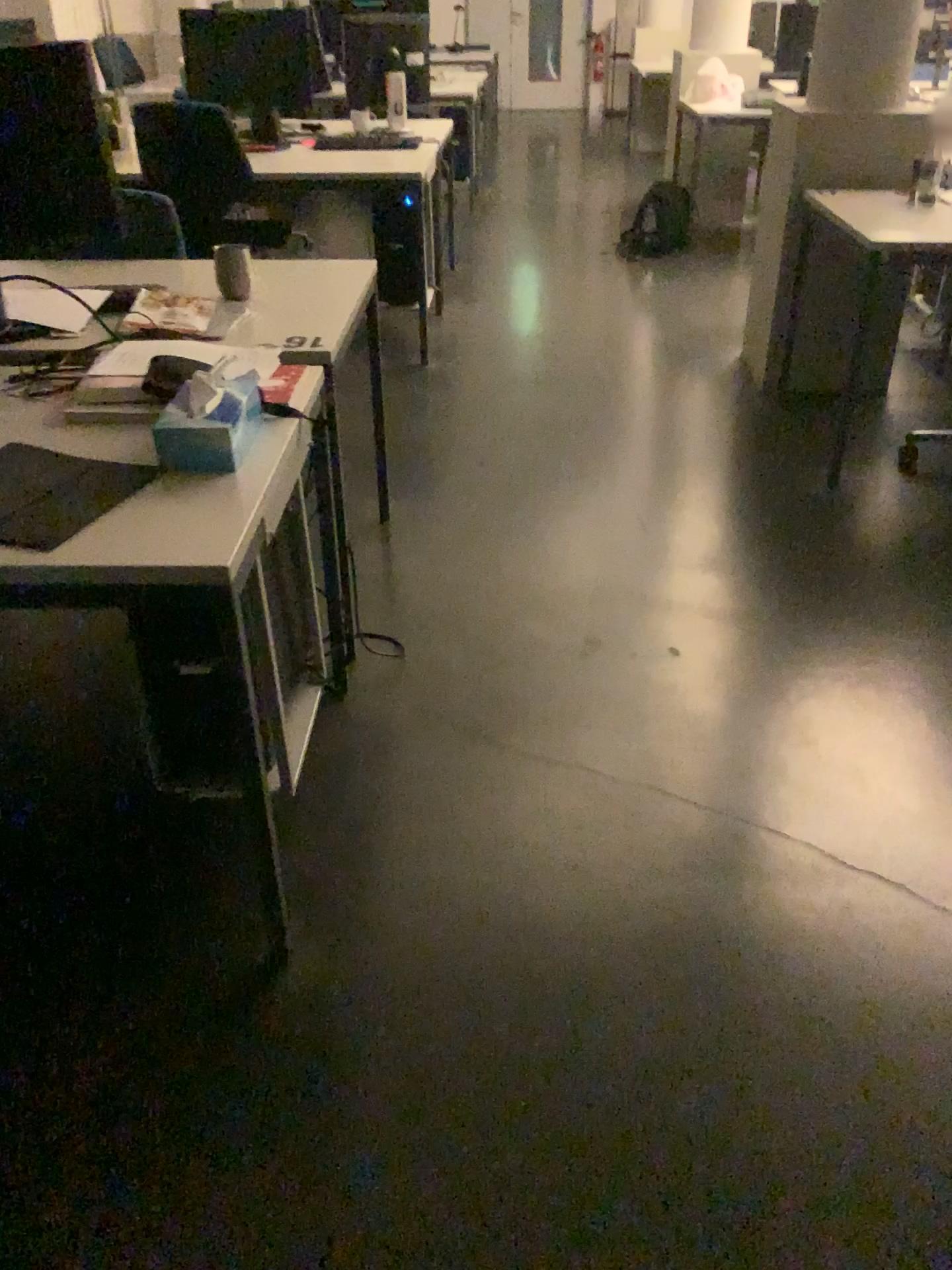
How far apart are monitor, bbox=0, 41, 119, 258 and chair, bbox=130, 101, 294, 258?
1.8m

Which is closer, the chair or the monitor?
the monitor

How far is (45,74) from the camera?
2.0m

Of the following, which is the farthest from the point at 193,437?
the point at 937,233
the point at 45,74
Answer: the point at 937,233

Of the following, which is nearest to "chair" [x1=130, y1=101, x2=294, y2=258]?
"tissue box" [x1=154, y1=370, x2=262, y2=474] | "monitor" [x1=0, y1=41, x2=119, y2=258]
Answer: "monitor" [x1=0, y1=41, x2=119, y2=258]

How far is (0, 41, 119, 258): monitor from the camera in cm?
202

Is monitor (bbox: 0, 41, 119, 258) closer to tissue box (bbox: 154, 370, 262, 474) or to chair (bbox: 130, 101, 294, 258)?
tissue box (bbox: 154, 370, 262, 474)

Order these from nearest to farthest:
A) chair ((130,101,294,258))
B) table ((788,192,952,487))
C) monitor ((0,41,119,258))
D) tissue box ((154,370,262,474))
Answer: tissue box ((154,370,262,474)) → monitor ((0,41,119,258)) → table ((788,192,952,487)) → chair ((130,101,294,258))

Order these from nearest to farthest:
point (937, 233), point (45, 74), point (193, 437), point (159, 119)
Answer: point (193, 437)
point (45, 74)
point (937, 233)
point (159, 119)

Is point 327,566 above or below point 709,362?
above
